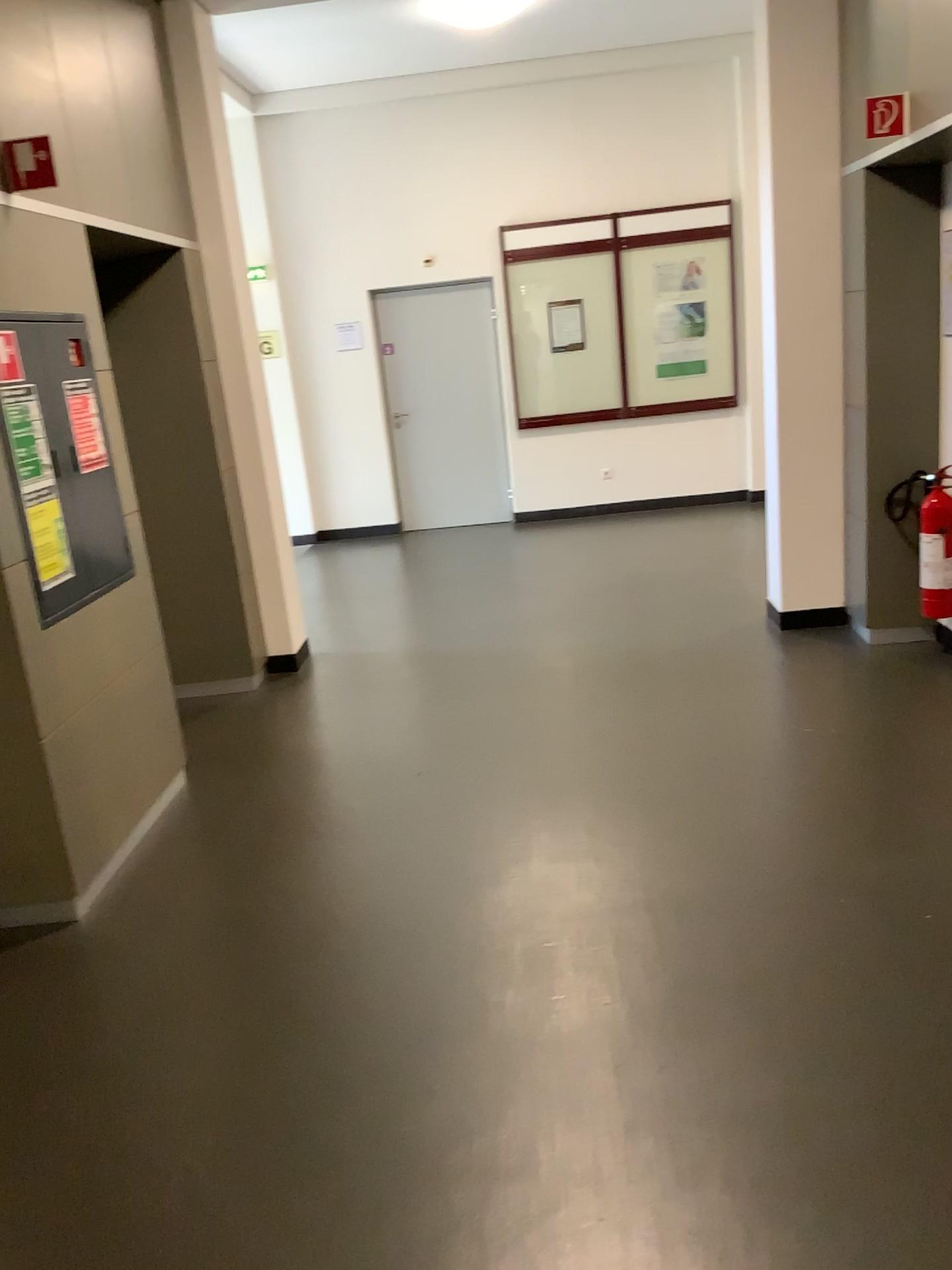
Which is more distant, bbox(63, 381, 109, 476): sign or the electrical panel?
bbox(63, 381, 109, 476): sign

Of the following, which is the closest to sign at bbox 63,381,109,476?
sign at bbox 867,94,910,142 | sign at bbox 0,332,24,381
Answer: sign at bbox 0,332,24,381

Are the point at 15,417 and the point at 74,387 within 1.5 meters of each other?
yes

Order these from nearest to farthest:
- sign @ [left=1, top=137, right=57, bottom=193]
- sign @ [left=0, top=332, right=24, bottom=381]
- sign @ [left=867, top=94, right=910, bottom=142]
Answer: sign @ [left=0, top=332, right=24, bottom=381] < sign @ [left=1, top=137, right=57, bottom=193] < sign @ [left=867, top=94, right=910, bottom=142]

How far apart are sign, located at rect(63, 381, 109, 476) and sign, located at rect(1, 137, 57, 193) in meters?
0.6

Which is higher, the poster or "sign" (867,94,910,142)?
"sign" (867,94,910,142)

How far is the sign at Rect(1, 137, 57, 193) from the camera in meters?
3.3

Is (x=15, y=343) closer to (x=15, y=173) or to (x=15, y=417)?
(x=15, y=417)

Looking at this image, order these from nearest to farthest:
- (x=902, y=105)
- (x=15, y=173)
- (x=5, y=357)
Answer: (x=5, y=357) → (x=15, y=173) → (x=902, y=105)

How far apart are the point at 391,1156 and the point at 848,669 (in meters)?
3.15
